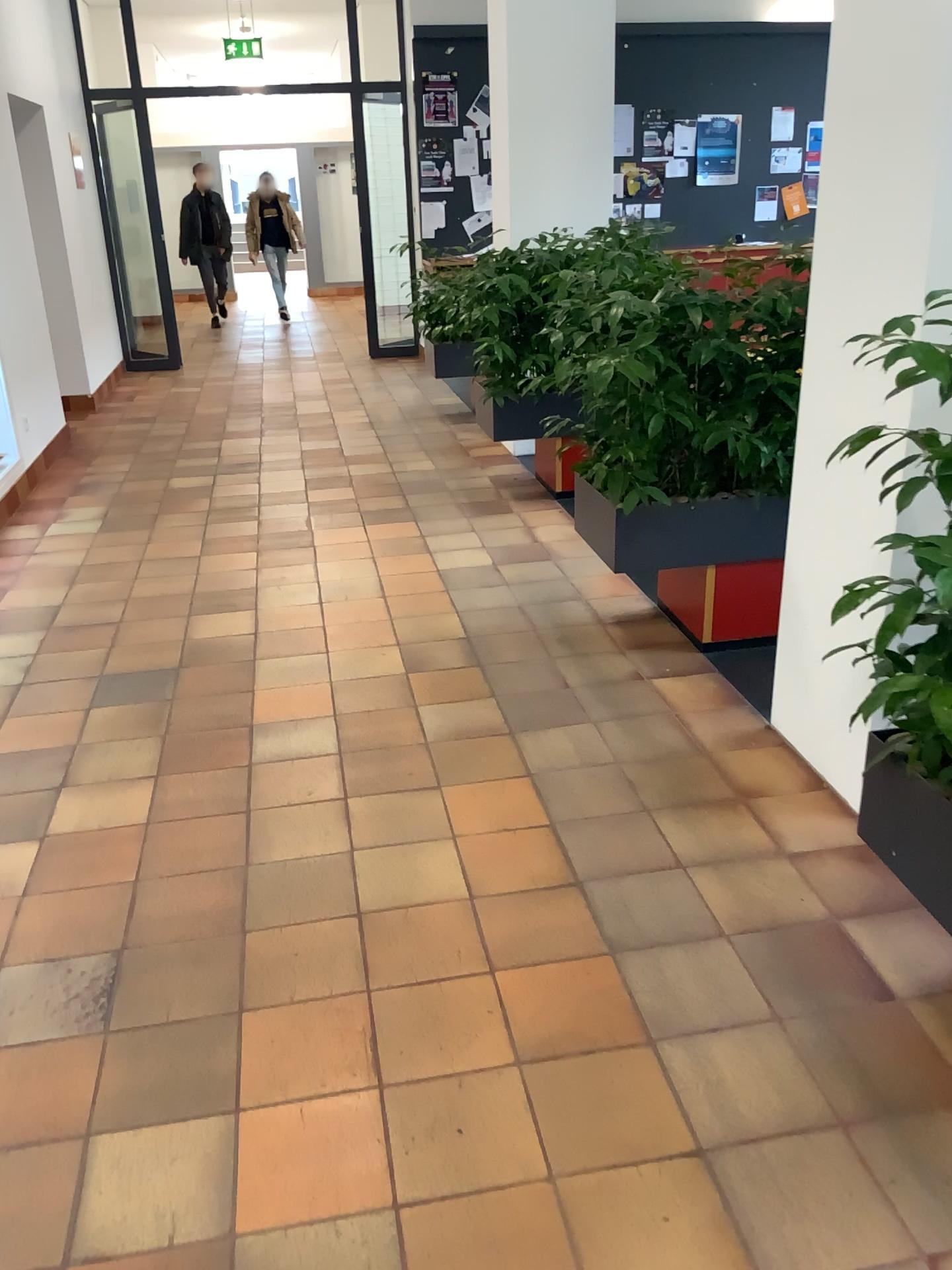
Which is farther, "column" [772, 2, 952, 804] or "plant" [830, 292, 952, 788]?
"column" [772, 2, 952, 804]

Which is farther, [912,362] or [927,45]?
Result: [927,45]

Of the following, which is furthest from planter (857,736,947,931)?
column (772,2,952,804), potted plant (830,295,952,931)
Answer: column (772,2,952,804)

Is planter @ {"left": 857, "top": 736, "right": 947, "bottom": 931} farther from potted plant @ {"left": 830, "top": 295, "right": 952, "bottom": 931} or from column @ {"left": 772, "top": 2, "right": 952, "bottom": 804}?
column @ {"left": 772, "top": 2, "right": 952, "bottom": 804}

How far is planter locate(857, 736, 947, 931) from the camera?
1.8 meters

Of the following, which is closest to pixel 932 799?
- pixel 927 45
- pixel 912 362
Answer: pixel 912 362

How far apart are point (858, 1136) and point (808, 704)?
1.3 meters

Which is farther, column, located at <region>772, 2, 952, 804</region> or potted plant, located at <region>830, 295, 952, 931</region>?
column, located at <region>772, 2, 952, 804</region>

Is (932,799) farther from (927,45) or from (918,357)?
(927,45)
